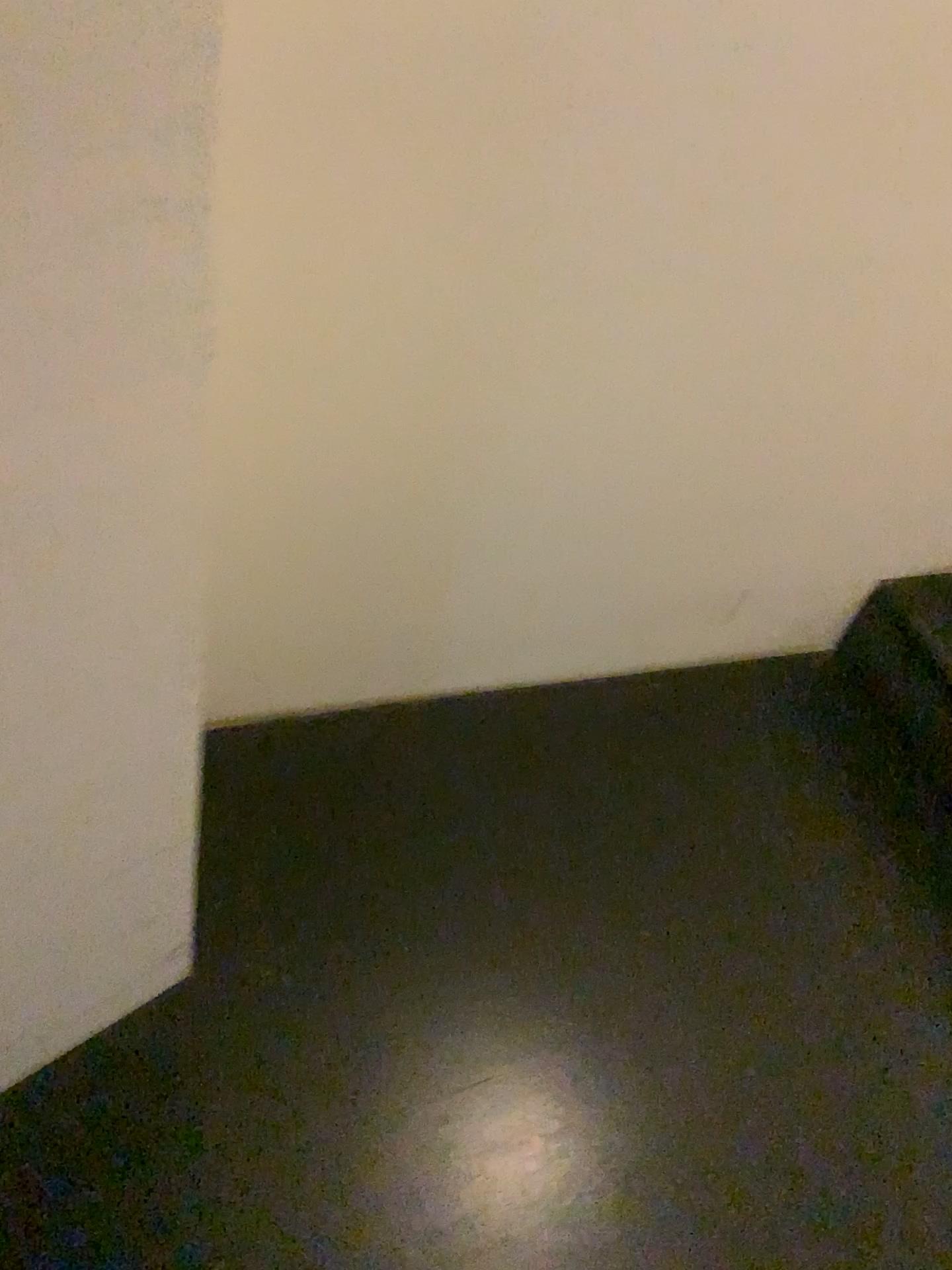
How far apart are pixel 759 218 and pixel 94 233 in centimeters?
82cm
